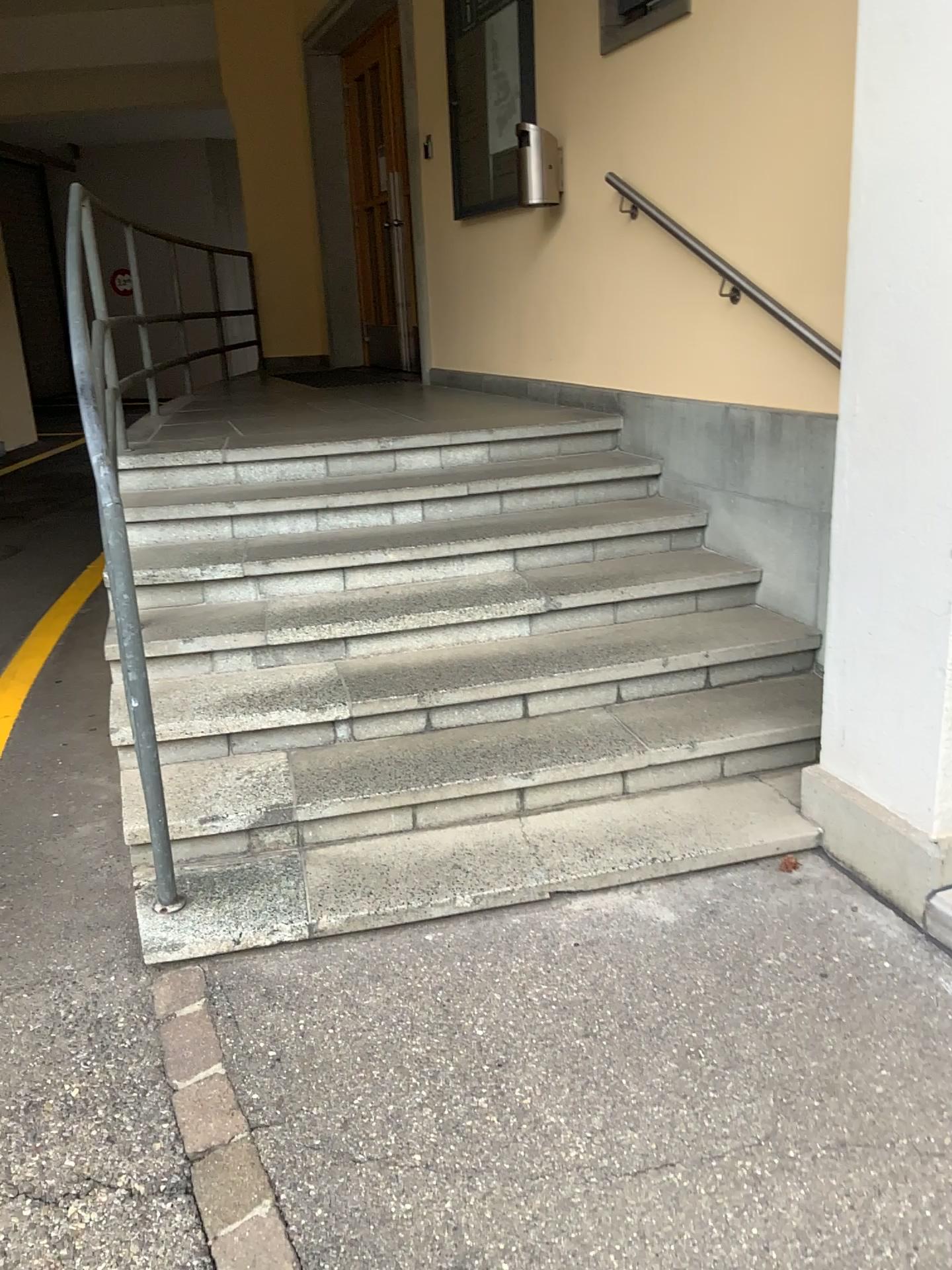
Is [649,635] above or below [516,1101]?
above

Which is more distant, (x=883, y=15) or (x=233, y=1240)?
(x=883, y=15)

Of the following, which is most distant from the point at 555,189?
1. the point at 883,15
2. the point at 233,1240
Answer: the point at 233,1240

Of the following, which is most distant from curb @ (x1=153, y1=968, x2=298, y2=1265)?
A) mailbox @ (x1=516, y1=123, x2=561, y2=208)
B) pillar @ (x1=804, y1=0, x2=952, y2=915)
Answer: mailbox @ (x1=516, y1=123, x2=561, y2=208)

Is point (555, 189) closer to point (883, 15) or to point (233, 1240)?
point (883, 15)

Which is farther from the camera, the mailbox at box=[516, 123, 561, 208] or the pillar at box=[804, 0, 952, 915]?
the mailbox at box=[516, 123, 561, 208]

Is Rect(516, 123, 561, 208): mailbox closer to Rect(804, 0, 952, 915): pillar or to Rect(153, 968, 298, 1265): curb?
Rect(804, 0, 952, 915): pillar

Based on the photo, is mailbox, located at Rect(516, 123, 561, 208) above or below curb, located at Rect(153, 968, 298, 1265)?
above

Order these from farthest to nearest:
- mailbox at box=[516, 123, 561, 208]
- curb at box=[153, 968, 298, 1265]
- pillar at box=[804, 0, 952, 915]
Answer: mailbox at box=[516, 123, 561, 208]
pillar at box=[804, 0, 952, 915]
curb at box=[153, 968, 298, 1265]
